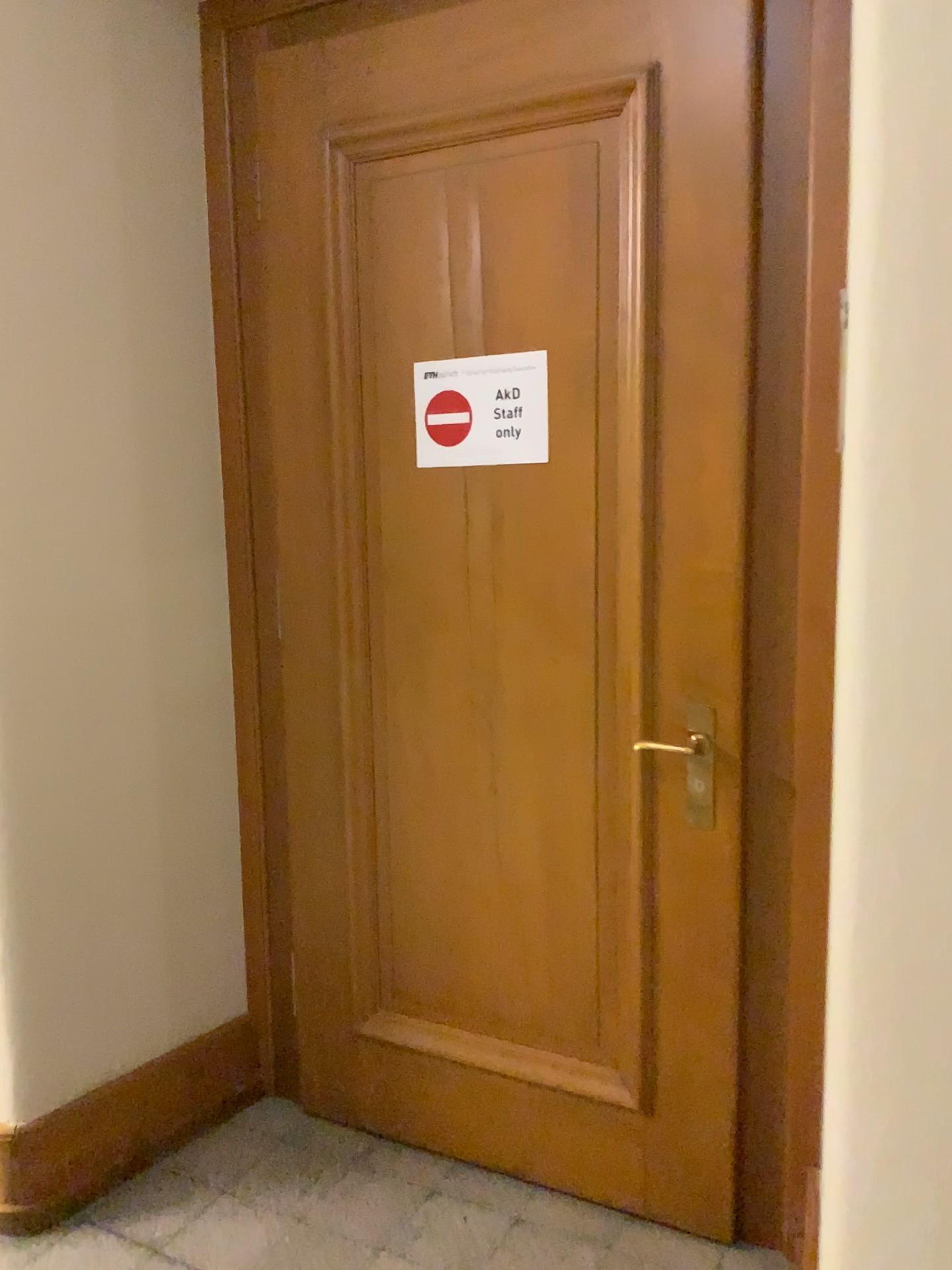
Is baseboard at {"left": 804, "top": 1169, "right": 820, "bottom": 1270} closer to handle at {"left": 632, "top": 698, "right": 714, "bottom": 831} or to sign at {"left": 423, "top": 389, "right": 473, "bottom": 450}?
handle at {"left": 632, "top": 698, "right": 714, "bottom": 831}

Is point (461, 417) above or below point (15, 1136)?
above

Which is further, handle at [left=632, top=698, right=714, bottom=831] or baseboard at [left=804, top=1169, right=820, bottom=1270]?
handle at [left=632, top=698, right=714, bottom=831]

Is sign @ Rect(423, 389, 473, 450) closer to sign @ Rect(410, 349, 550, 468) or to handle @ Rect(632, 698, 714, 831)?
sign @ Rect(410, 349, 550, 468)

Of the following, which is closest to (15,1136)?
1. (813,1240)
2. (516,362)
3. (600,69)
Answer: (813,1240)

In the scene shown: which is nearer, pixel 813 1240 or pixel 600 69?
pixel 813 1240

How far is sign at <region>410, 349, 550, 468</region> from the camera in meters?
2.0 m

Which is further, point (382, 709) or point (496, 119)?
point (382, 709)

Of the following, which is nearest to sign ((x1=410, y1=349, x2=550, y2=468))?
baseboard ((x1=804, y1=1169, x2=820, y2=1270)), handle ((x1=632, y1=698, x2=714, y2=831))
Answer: handle ((x1=632, y1=698, x2=714, y2=831))

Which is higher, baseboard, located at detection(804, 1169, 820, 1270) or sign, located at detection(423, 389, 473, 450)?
sign, located at detection(423, 389, 473, 450)
